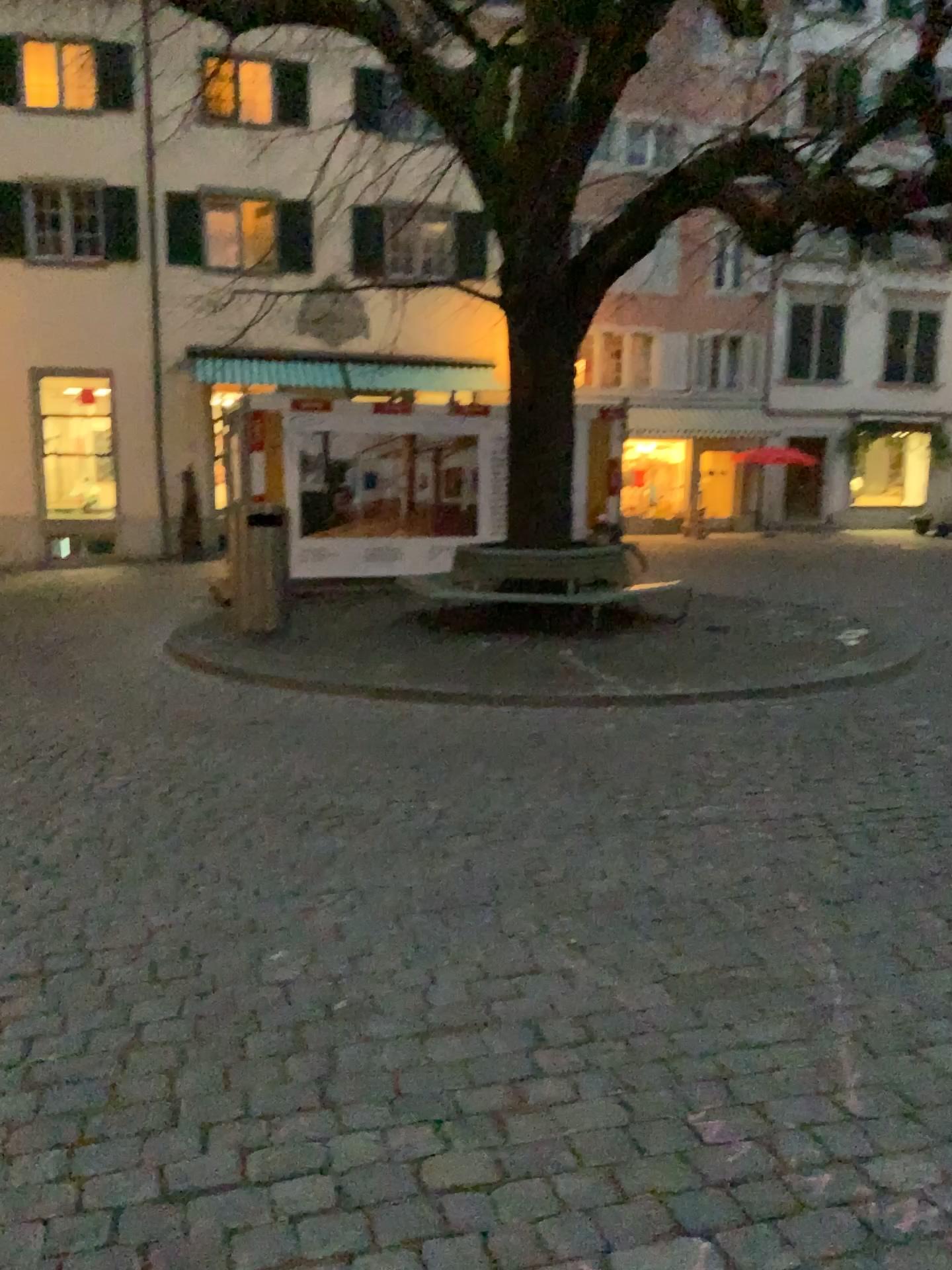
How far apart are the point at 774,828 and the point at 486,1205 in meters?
2.6 m
